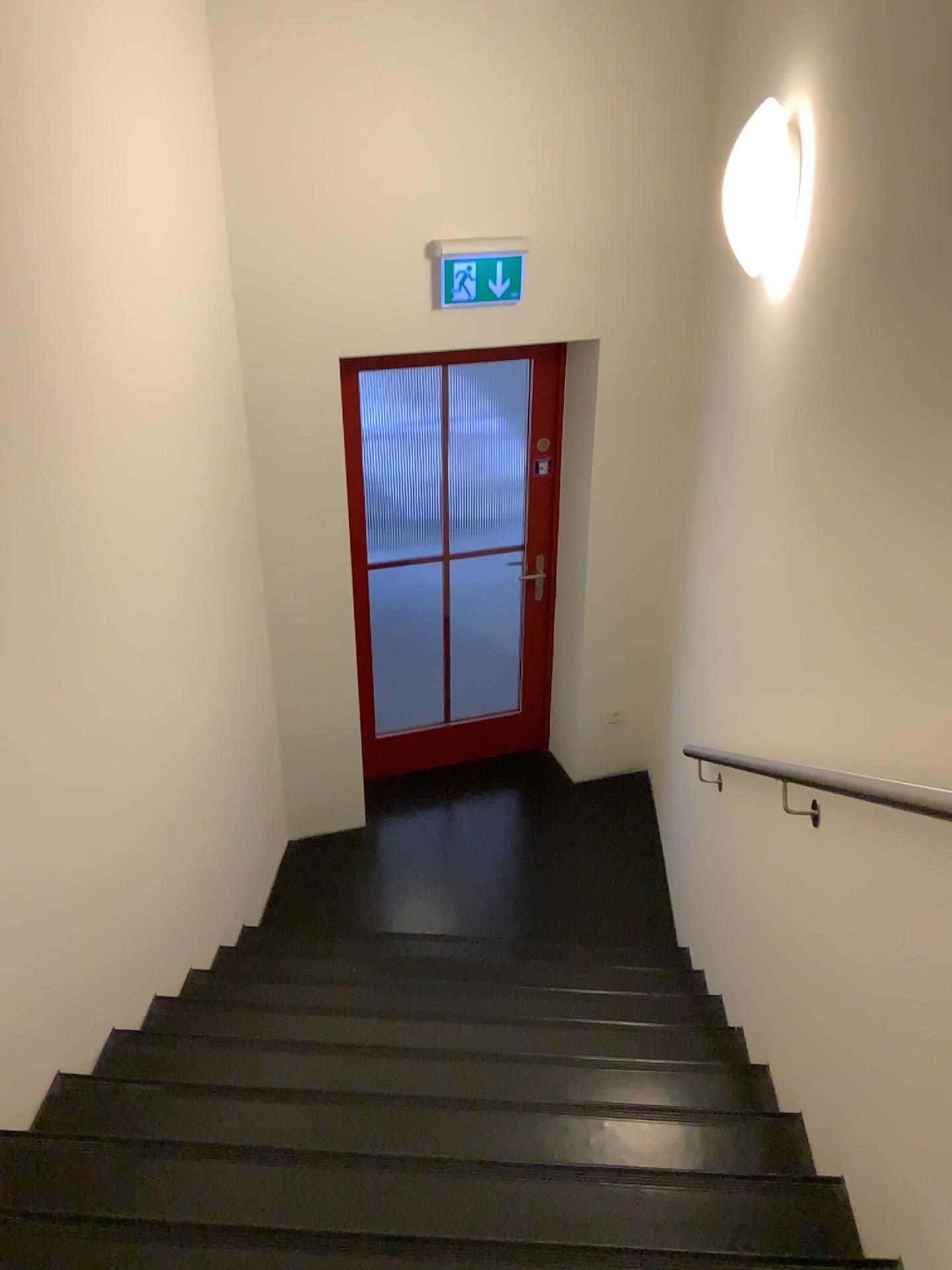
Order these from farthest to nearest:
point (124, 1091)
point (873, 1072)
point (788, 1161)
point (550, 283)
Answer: point (550, 283) → point (124, 1091) → point (788, 1161) → point (873, 1072)

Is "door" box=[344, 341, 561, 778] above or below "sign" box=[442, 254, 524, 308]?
below

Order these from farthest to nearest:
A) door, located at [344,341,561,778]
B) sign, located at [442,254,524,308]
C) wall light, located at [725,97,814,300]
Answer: door, located at [344,341,561,778] → sign, located at [442,254,524,308] → wall light, located at [725,97,814,300]

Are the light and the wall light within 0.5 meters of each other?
yes

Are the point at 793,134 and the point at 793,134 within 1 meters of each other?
yes

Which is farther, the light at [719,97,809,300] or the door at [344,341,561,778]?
the door at [344,341,561,778]

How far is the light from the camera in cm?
244

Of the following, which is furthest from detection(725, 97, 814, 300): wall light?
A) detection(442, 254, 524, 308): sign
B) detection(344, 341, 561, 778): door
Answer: detection(344, 341, 561, 778): door

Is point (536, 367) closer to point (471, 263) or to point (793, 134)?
point (471, 263)

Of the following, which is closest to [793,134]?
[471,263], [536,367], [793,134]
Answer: [793,134]
